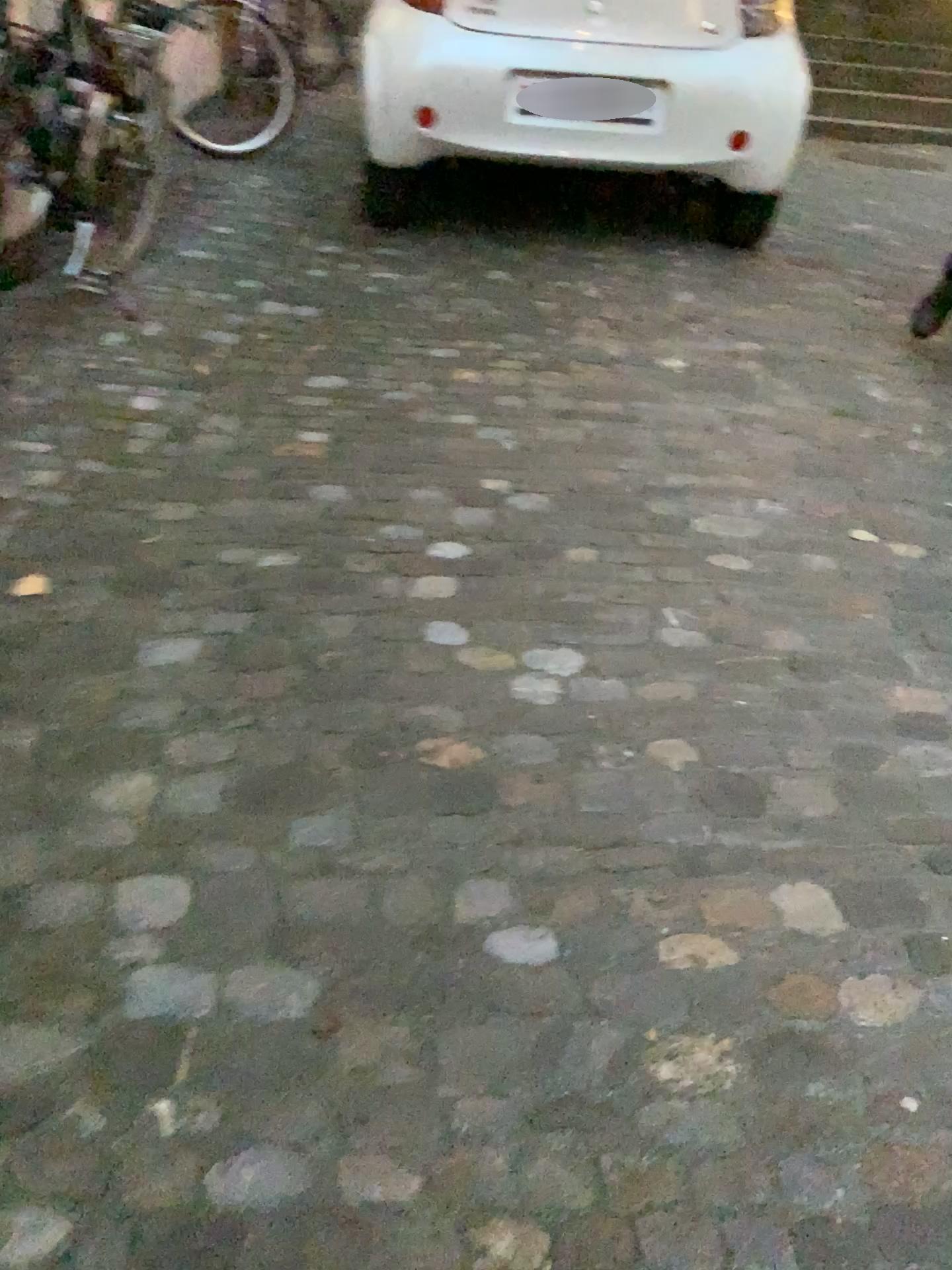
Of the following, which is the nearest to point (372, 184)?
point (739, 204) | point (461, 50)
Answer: point (461, 50)

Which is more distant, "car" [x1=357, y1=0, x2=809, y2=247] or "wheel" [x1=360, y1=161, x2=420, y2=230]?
"wheel" [x1=360, y1=161, x2=420, y2=230]

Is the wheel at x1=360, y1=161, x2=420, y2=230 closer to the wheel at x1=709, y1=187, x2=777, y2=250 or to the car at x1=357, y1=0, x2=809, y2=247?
the car at x1=357, y1=0, x2=809, y2=247

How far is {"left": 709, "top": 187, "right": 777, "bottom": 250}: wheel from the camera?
4.1 meters

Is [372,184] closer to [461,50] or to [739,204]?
[461,50]

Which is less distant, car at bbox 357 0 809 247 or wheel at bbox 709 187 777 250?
car at bbox 357 0 809 247

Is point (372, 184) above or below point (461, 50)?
below

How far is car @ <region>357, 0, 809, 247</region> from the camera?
3.8 meters

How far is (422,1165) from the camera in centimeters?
113cm

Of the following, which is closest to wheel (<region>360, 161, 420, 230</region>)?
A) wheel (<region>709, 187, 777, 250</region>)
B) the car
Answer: the car
